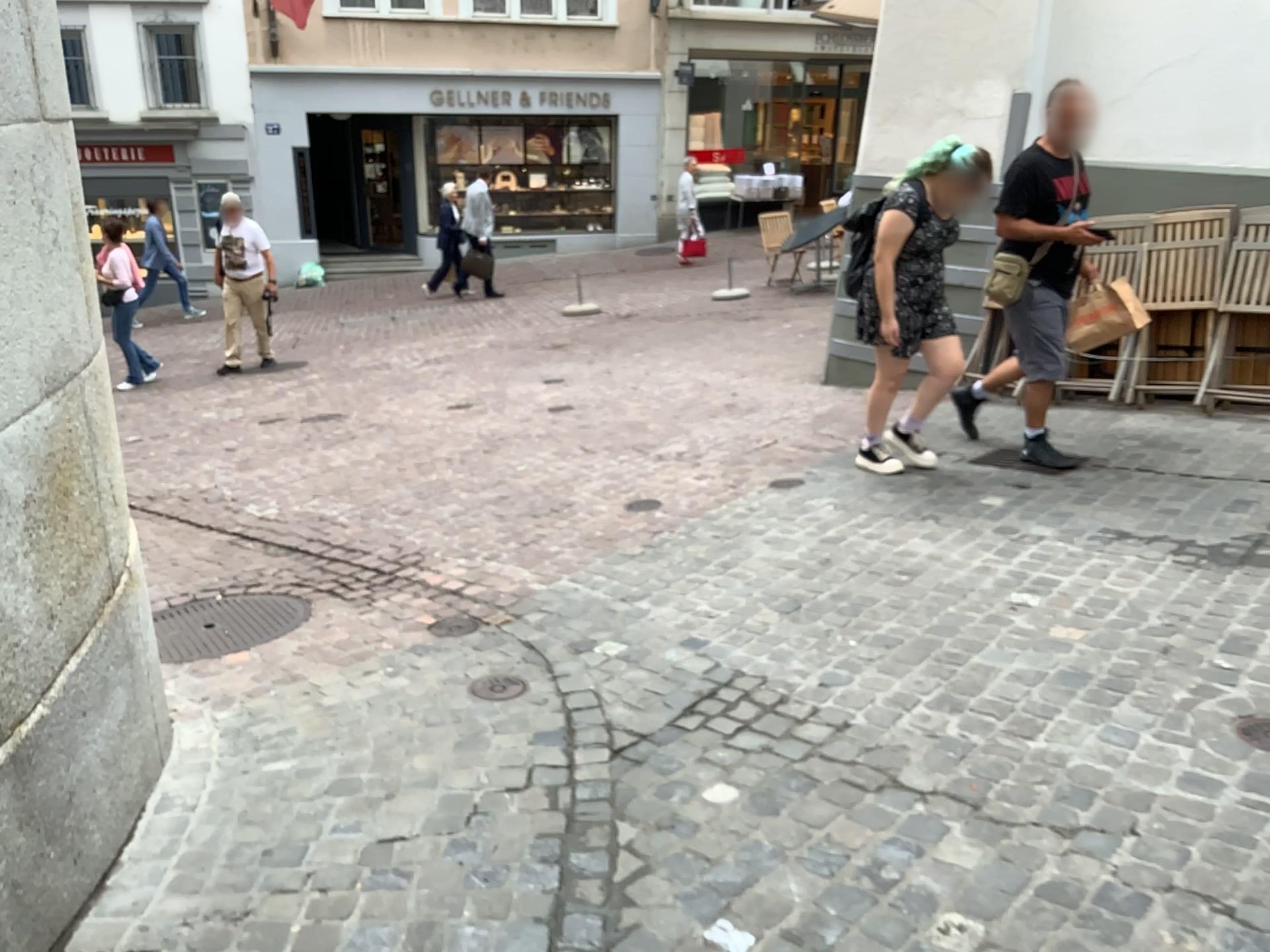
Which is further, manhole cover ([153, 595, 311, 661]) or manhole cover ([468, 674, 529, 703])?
manhole cover ([153, 595, 311, 661])

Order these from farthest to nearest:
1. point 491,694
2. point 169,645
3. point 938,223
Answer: point 938,223
point 169,645
point 491,694

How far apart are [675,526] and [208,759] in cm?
235

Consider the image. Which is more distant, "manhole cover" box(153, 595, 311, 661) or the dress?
the dress

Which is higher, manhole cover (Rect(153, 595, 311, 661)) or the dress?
the dress

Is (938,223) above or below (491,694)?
above

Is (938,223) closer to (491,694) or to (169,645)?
(491,694)

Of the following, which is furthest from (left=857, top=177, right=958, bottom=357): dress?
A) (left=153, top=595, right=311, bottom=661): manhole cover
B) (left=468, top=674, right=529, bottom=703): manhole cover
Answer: (left=153, top=595, right=311, bottom=661): manhole cover

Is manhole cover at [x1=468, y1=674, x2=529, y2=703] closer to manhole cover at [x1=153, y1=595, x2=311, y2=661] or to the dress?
manhole cover at [x1=153, y1=595, x2=311, y2=661]

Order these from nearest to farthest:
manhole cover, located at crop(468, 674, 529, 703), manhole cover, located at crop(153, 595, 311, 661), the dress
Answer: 1. manhole cover, located at crop(468, 674, 529, 703)
2. manhole cover, located at crop(153, 595, 311, 661)
3. the dress
